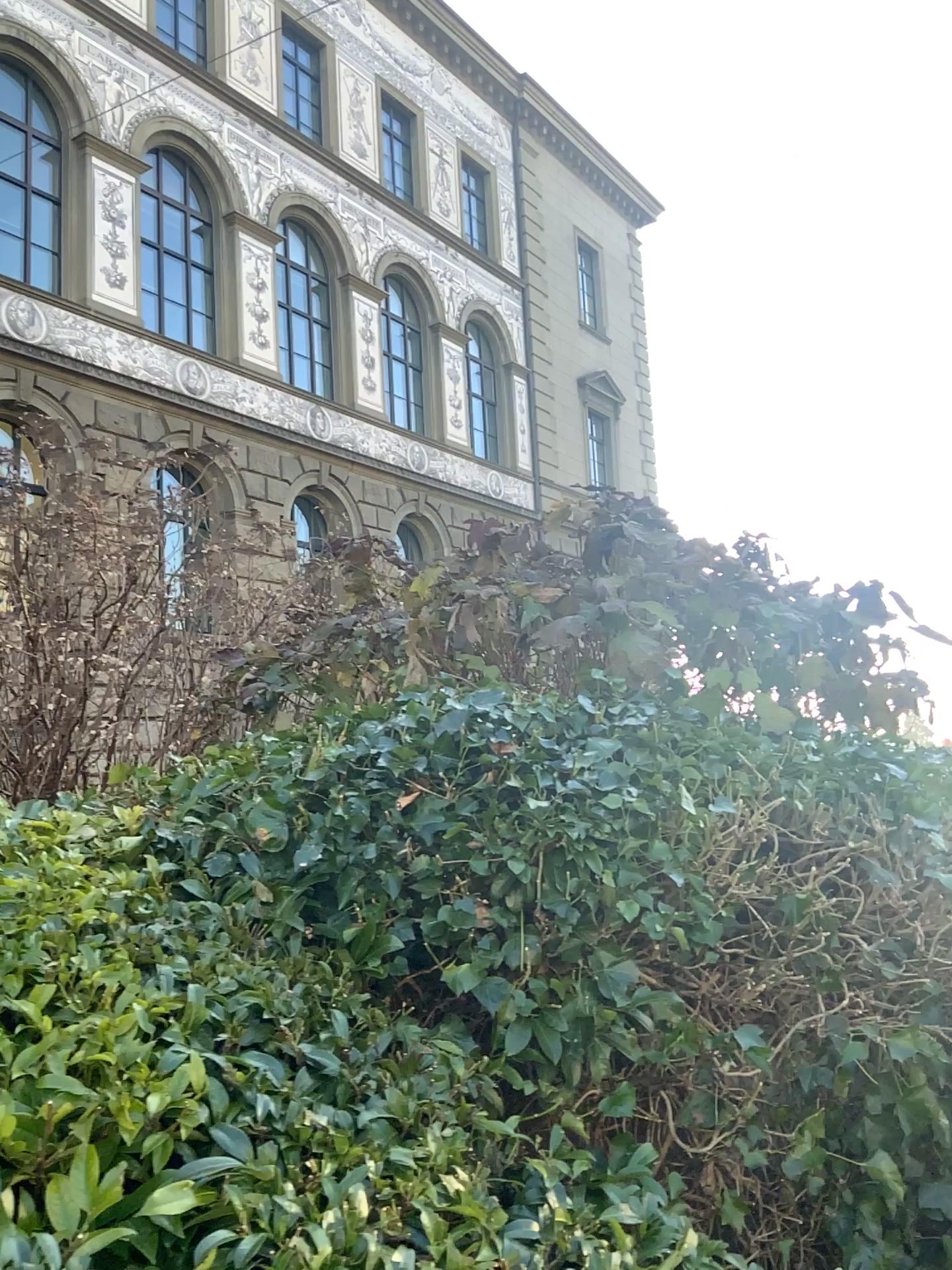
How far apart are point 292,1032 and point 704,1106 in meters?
0.8 m
